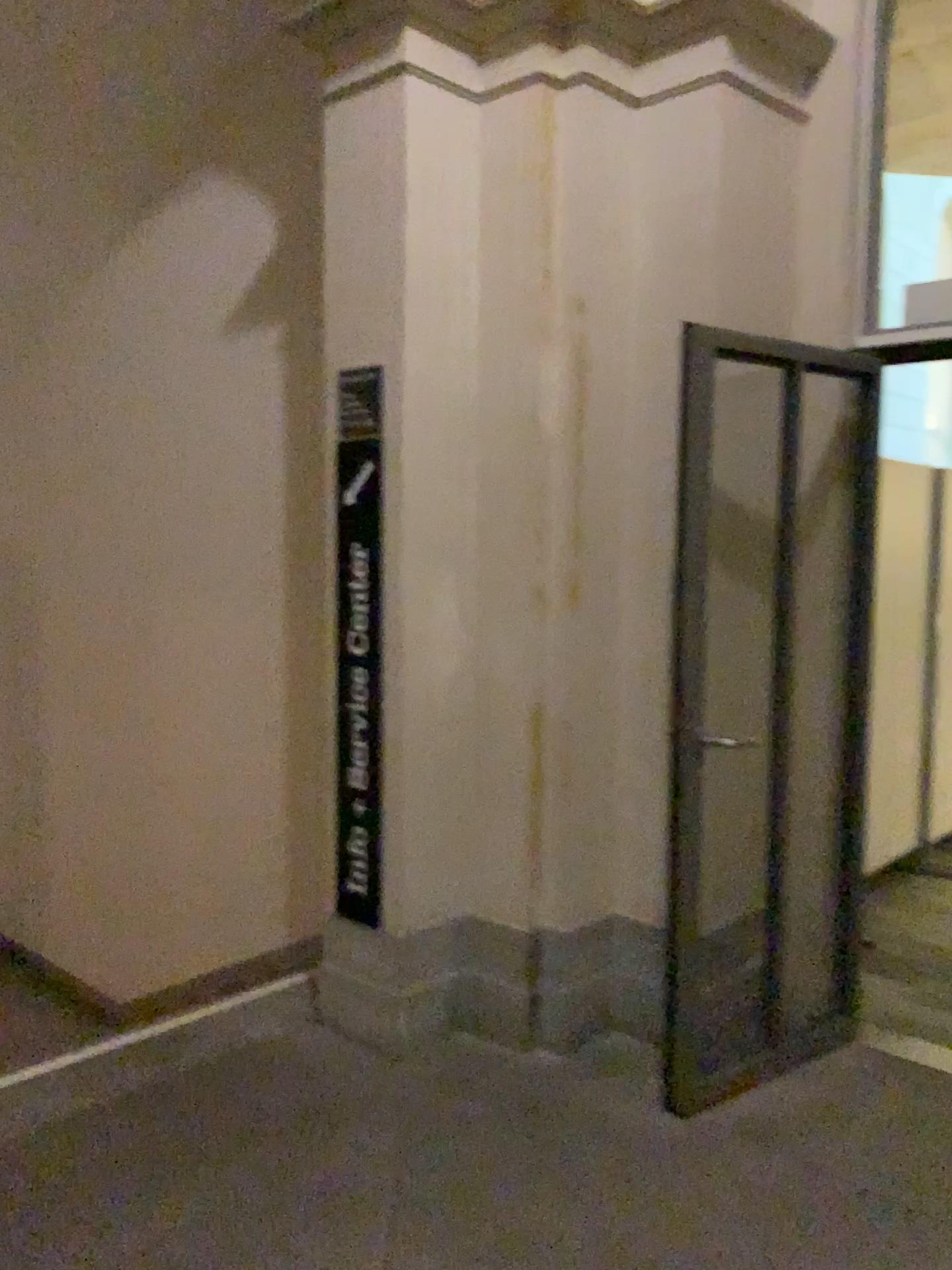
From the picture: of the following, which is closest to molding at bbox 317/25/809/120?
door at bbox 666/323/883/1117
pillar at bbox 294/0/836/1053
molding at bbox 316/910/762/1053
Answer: pillar at bbox 294/0/836/1053

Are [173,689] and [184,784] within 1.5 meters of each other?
yes

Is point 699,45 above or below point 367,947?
above

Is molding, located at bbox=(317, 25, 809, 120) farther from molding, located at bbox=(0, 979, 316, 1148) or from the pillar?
molding, located at bbox=(0, 979, 316, 1148)

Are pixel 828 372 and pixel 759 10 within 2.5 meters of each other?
yes

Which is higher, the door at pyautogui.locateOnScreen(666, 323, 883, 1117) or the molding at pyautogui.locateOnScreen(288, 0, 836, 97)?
the molding at pyautogui.locateOnScreen(288, 0, 836, 97)

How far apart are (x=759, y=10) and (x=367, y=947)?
3.0m

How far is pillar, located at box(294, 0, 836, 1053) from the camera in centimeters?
312cm

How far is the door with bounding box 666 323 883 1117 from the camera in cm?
327

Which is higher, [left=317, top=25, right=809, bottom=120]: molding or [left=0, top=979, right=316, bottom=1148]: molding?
[left=317, top=25, right=809, bottom=120]: molding
